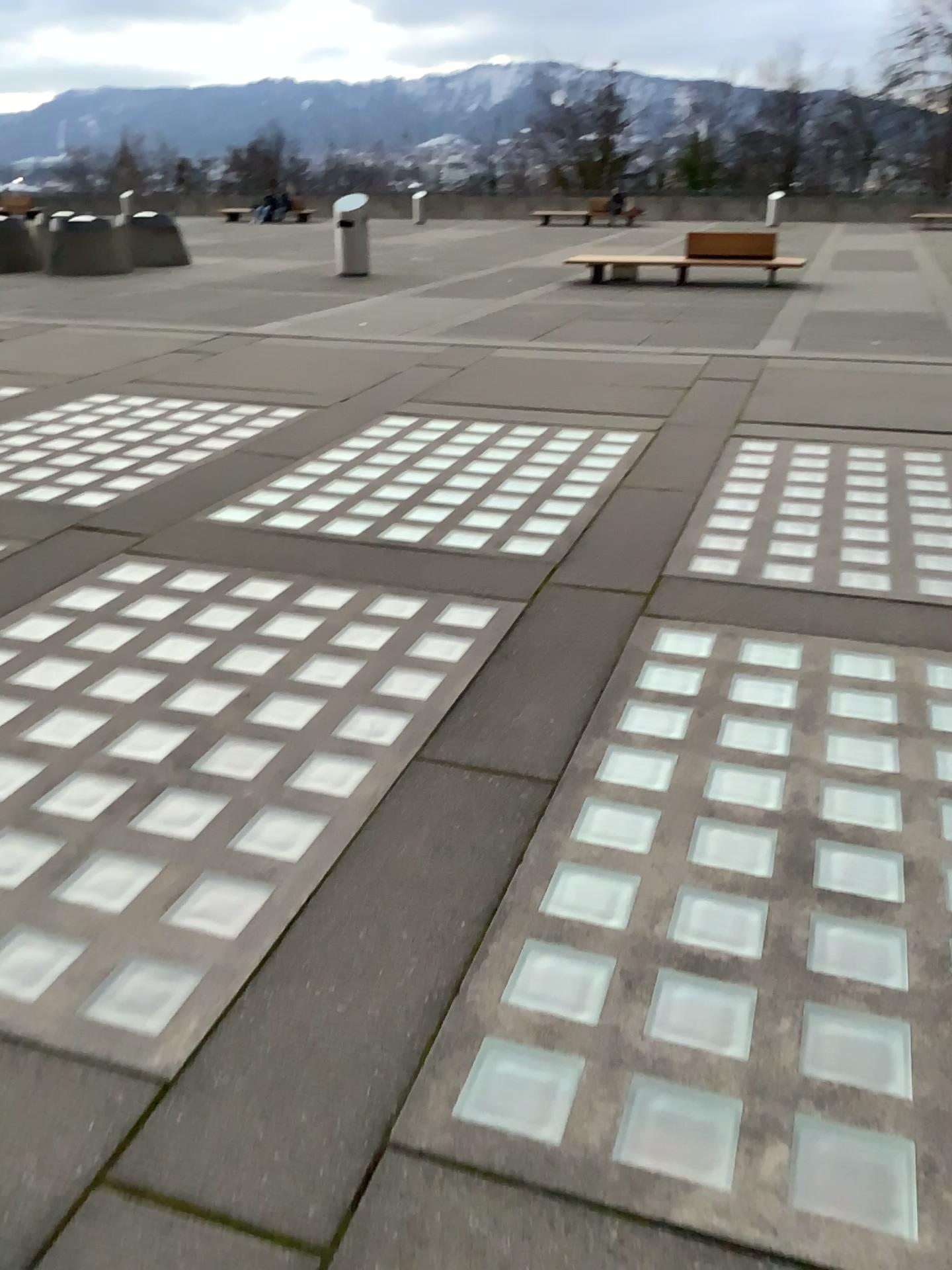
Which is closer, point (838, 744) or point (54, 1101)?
point (54, 1101)
